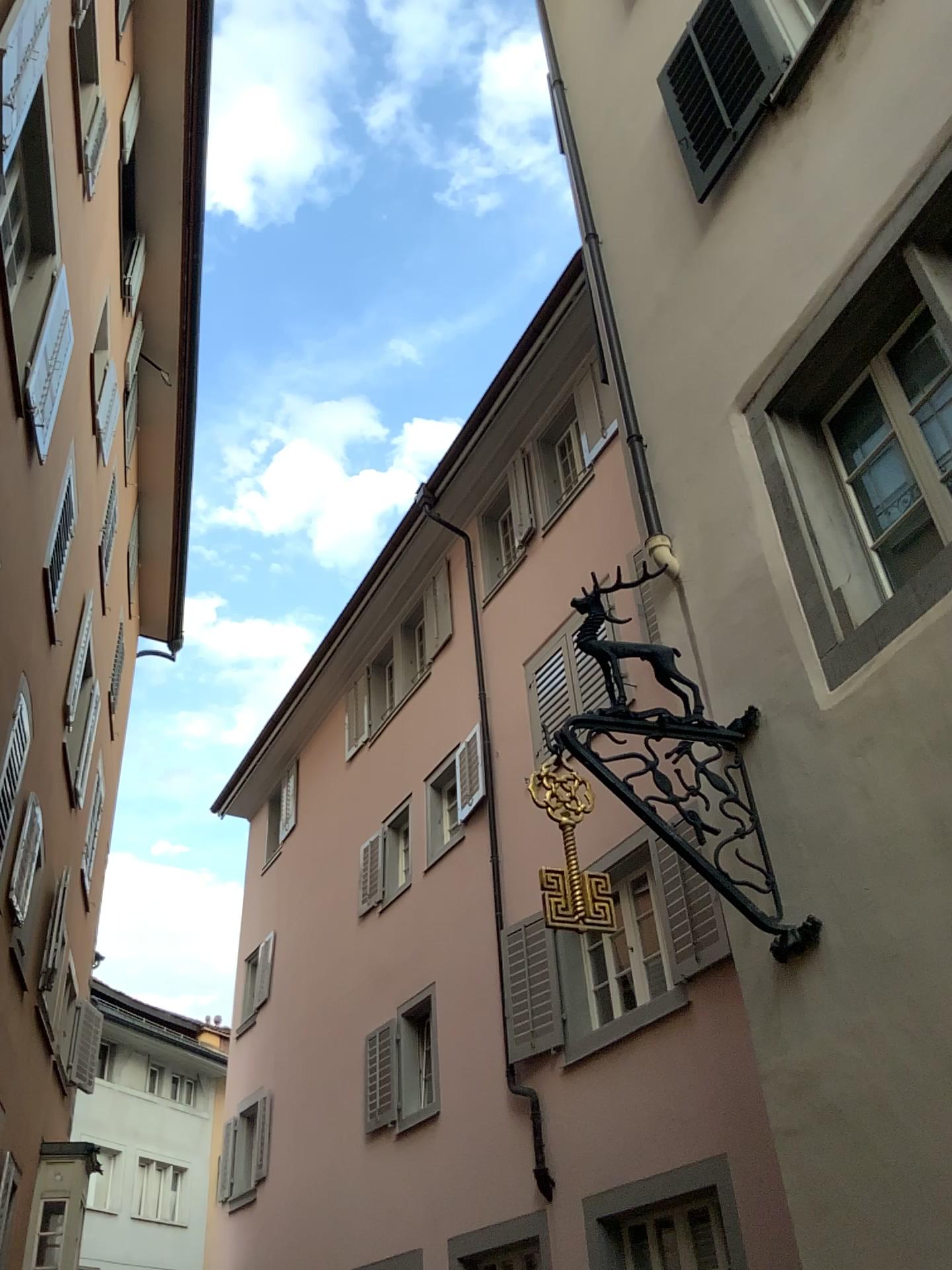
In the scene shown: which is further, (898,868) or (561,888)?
(561,888)
